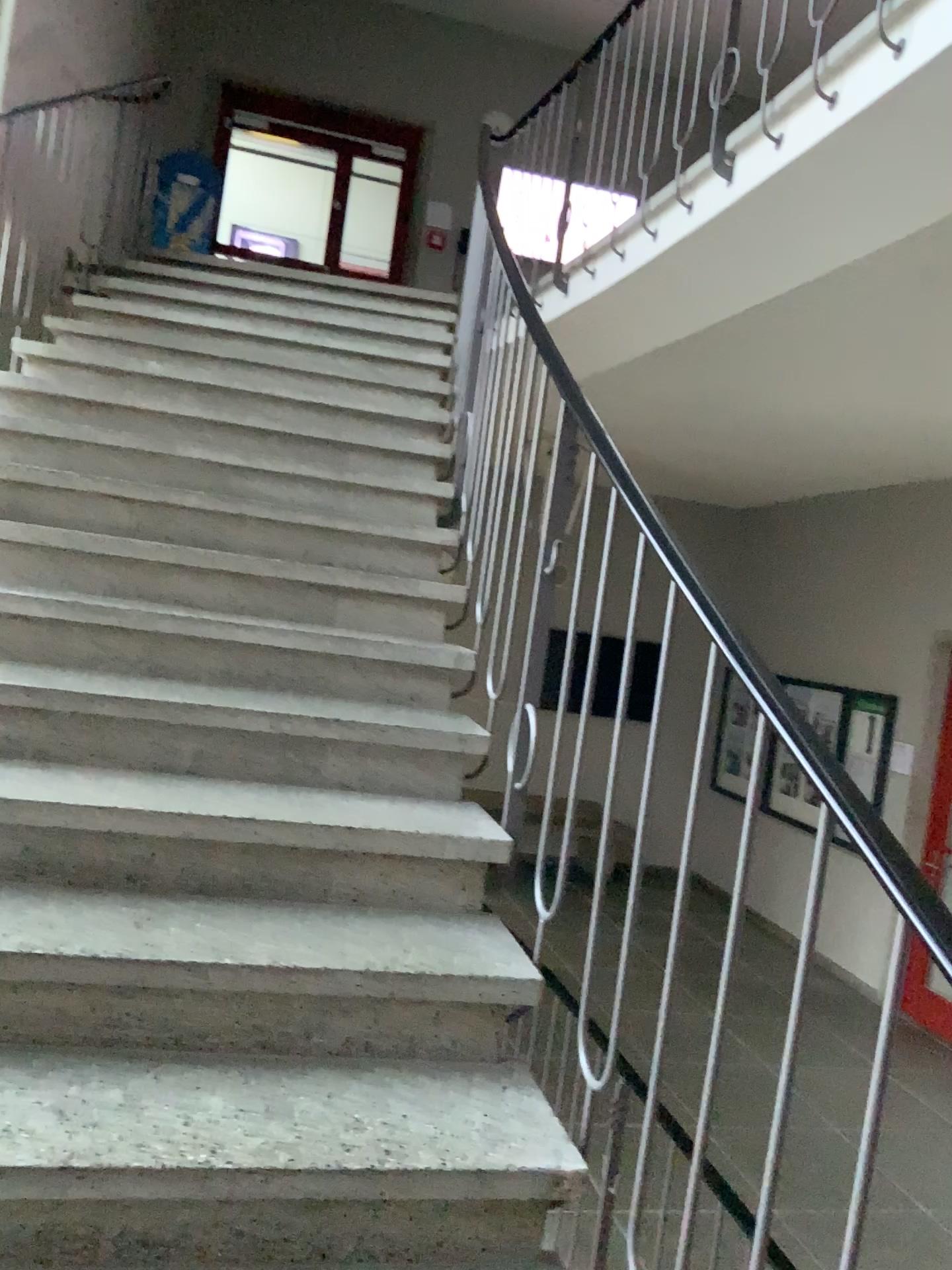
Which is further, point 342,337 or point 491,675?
point 342,337
